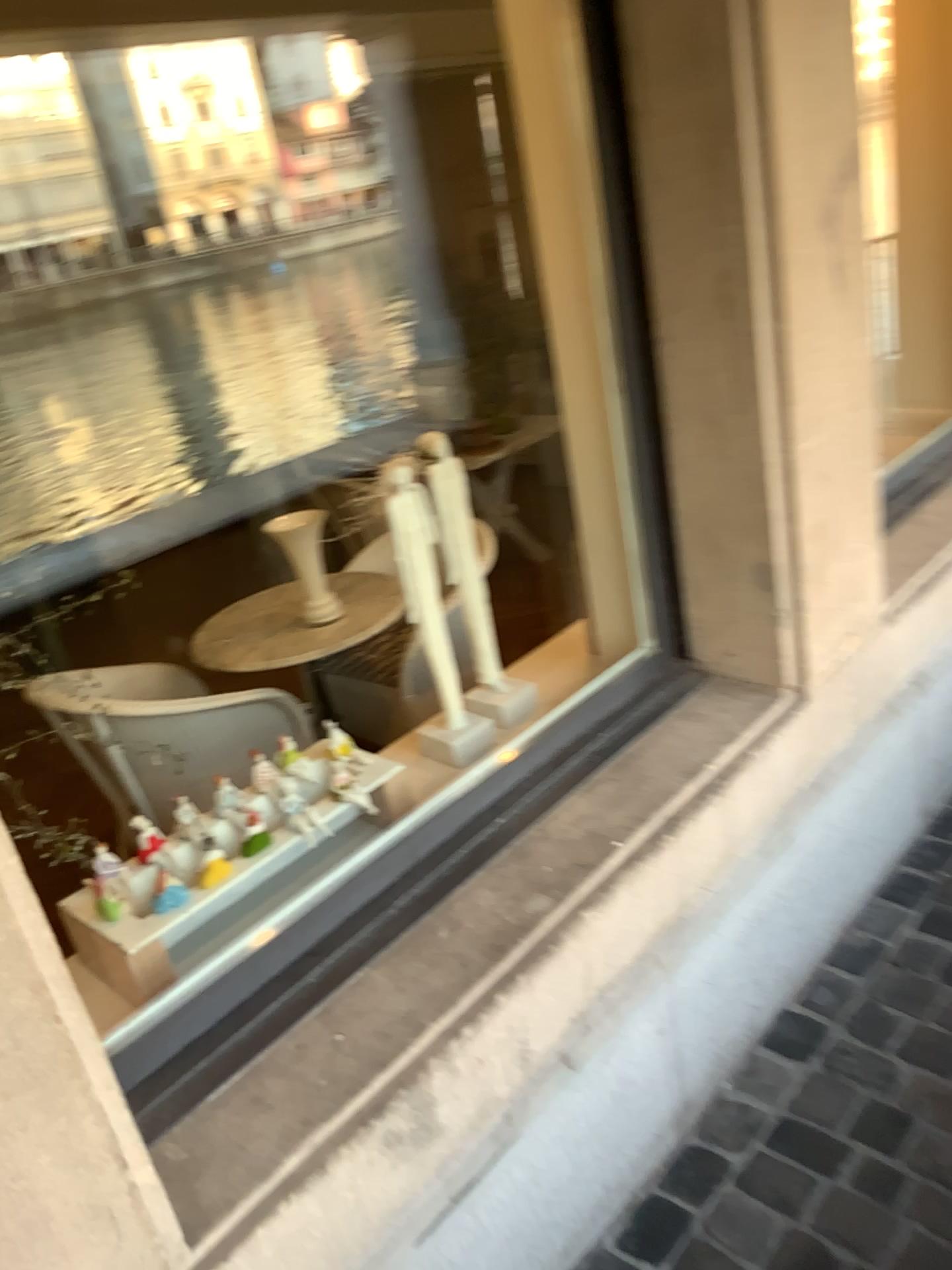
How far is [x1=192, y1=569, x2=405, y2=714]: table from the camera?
2.83m

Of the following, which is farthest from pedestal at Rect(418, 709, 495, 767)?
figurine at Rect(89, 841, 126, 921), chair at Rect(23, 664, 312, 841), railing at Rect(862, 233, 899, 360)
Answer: railing at Rect(862, 233, 899, 360)

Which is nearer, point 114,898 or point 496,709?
point 114,898

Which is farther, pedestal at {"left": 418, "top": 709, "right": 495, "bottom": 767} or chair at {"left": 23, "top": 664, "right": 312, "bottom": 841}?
chair at {"left": 23, "top": 664, "right": 312, "bottom": 841}

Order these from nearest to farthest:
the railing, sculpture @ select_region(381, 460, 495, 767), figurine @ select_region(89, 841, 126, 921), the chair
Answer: figurine @ select_region(89, 841, 126, 921)
sculpture @ select_region(381, 460, 495, 767)
the chair
the railing

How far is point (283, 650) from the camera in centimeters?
283cm

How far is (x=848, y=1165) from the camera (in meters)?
1.50

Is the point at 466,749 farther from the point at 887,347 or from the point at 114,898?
the point at 887,347

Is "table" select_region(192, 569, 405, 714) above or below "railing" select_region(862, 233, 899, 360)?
below

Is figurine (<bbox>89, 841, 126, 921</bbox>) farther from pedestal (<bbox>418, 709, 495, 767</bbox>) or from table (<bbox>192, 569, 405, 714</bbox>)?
table (<bbox>192, 569, 405, 714</bbox>)
